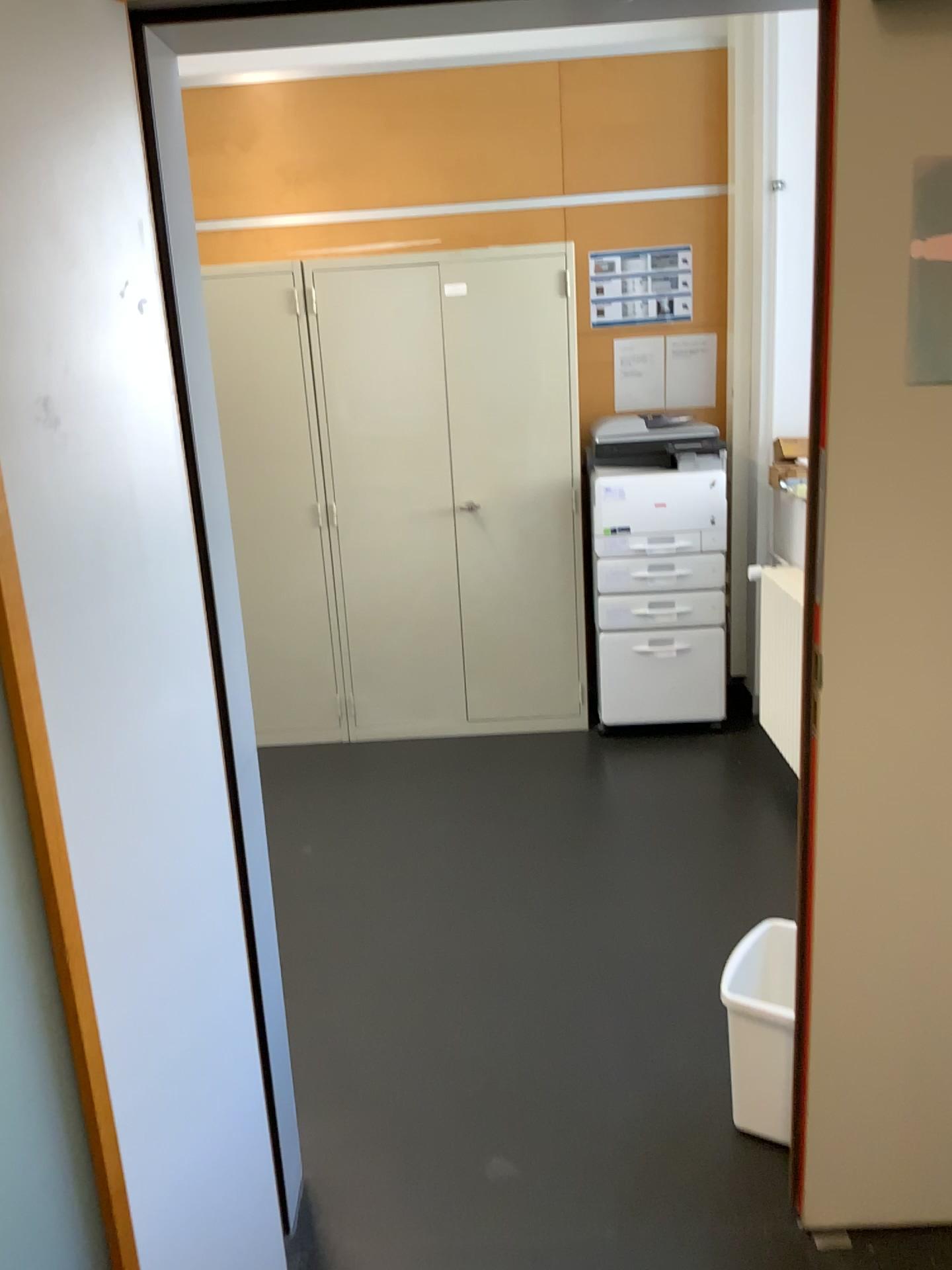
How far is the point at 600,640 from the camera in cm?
412

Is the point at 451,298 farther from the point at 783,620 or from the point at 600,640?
the point at 783,620

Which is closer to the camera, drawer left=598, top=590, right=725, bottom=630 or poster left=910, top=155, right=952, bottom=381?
poster left=910, top=155, right=952, bottom=381

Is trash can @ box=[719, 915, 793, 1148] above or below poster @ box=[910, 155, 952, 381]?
below

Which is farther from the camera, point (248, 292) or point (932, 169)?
point (248, 292)

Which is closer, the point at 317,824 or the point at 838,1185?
the point at 838,1185

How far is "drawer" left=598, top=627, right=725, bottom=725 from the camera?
4.1m

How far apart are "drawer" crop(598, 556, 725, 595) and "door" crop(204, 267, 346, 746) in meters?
1.1

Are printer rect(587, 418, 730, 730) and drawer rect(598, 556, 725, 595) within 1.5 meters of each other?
yes

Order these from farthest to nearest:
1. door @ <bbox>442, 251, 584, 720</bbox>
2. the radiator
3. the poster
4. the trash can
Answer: door @ <bbox>442, 251, 584, 720</bbox>, the radiator, the trash can, the poster
